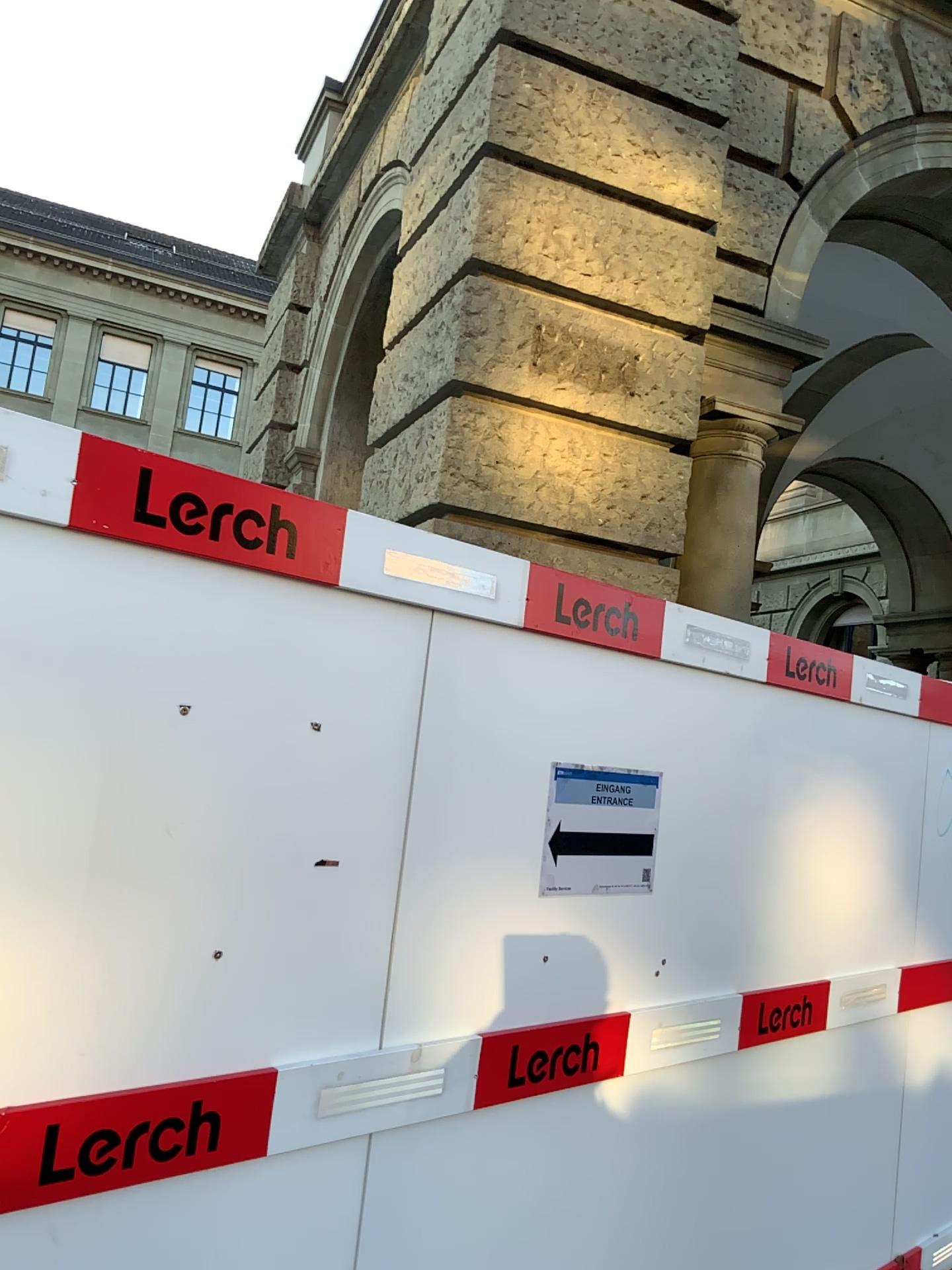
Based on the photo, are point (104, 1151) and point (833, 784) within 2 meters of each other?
no

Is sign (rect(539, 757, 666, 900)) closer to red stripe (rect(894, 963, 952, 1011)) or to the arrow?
the arrow

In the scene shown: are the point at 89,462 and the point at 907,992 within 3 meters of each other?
no

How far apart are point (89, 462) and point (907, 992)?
3.3 meters

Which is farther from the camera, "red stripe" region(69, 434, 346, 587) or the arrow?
the arrow

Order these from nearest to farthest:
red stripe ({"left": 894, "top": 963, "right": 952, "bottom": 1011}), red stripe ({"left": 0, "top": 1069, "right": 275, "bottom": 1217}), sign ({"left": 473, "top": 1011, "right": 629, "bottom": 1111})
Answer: red stripe ({"left": 0, "top": 1069, "right": 275, "bottom": 1217}) < sign ({"left": 473, "top": 1011, "right": 629, "bottom": 1111}) < red stripe ({"left": 894, "top": 963, "right": 952, "bottom": 1011})

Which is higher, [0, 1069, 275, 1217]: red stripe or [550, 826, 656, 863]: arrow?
[550, 826, 656, 863]: arrow

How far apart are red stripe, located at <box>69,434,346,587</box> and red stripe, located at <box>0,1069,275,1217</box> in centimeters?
86cm

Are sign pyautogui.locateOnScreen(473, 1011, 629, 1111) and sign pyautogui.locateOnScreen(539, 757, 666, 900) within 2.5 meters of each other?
yes

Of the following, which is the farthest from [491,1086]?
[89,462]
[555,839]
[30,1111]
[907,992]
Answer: [907,992]
